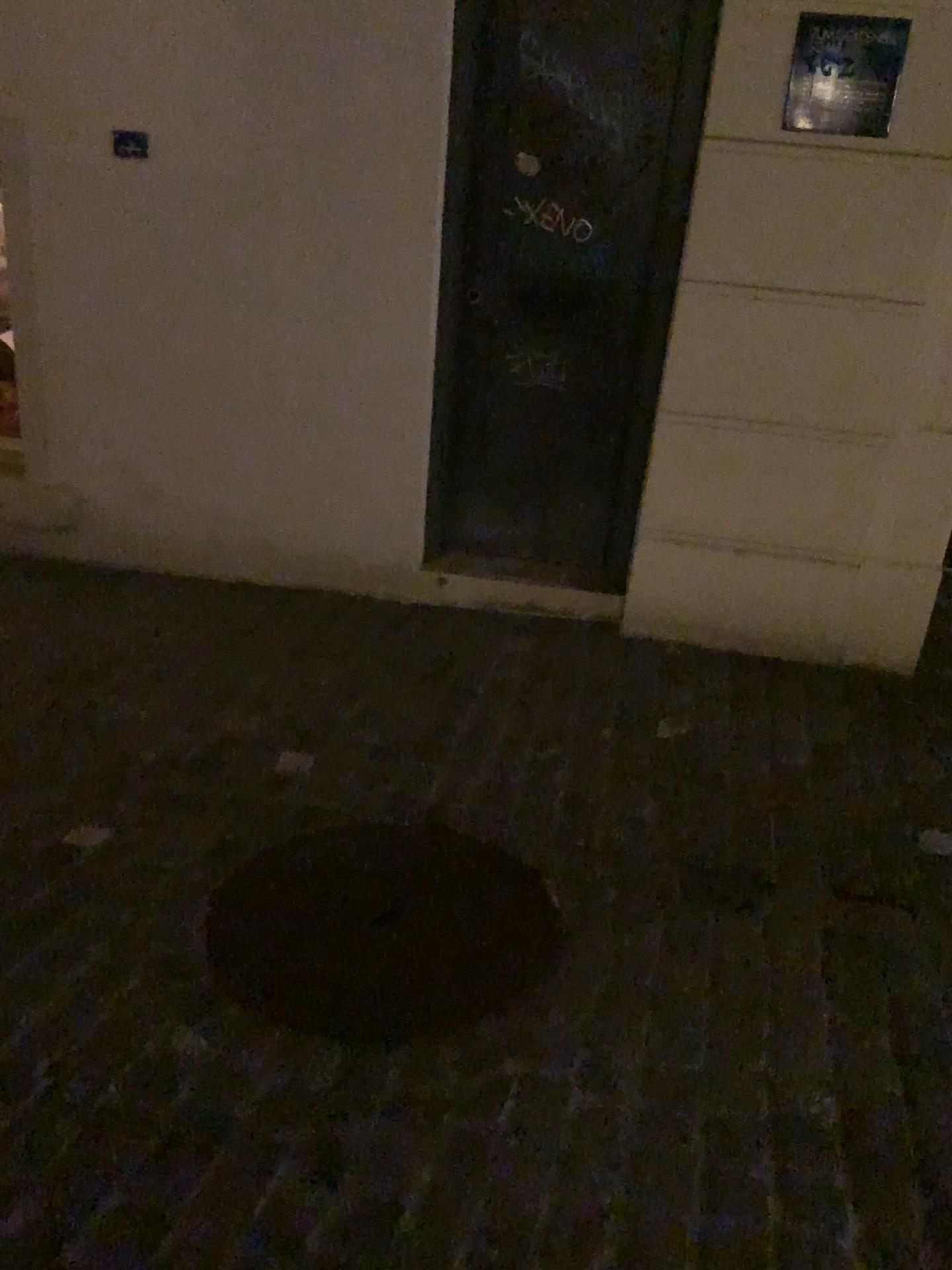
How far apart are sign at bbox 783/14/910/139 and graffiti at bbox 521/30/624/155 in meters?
0.6

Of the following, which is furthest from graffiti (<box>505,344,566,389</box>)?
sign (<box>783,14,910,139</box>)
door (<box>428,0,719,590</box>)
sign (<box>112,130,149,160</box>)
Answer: sign (<box>112,130,149,160</box>)

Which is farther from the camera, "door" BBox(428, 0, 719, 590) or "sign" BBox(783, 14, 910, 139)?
"door" BBox(428, 0, 719, 590)

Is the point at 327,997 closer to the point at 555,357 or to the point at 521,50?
the point at 555,357

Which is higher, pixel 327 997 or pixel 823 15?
pixel 823 15

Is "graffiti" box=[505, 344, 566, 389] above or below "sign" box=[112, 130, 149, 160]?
below

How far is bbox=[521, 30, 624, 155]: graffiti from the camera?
3.16m

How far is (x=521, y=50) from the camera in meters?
3.2

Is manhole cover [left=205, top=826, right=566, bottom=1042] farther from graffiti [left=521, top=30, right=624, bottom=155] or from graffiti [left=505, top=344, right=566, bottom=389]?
graffiti [left=521, top=30, right=624, bottom=155]

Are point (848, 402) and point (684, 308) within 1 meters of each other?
yes
